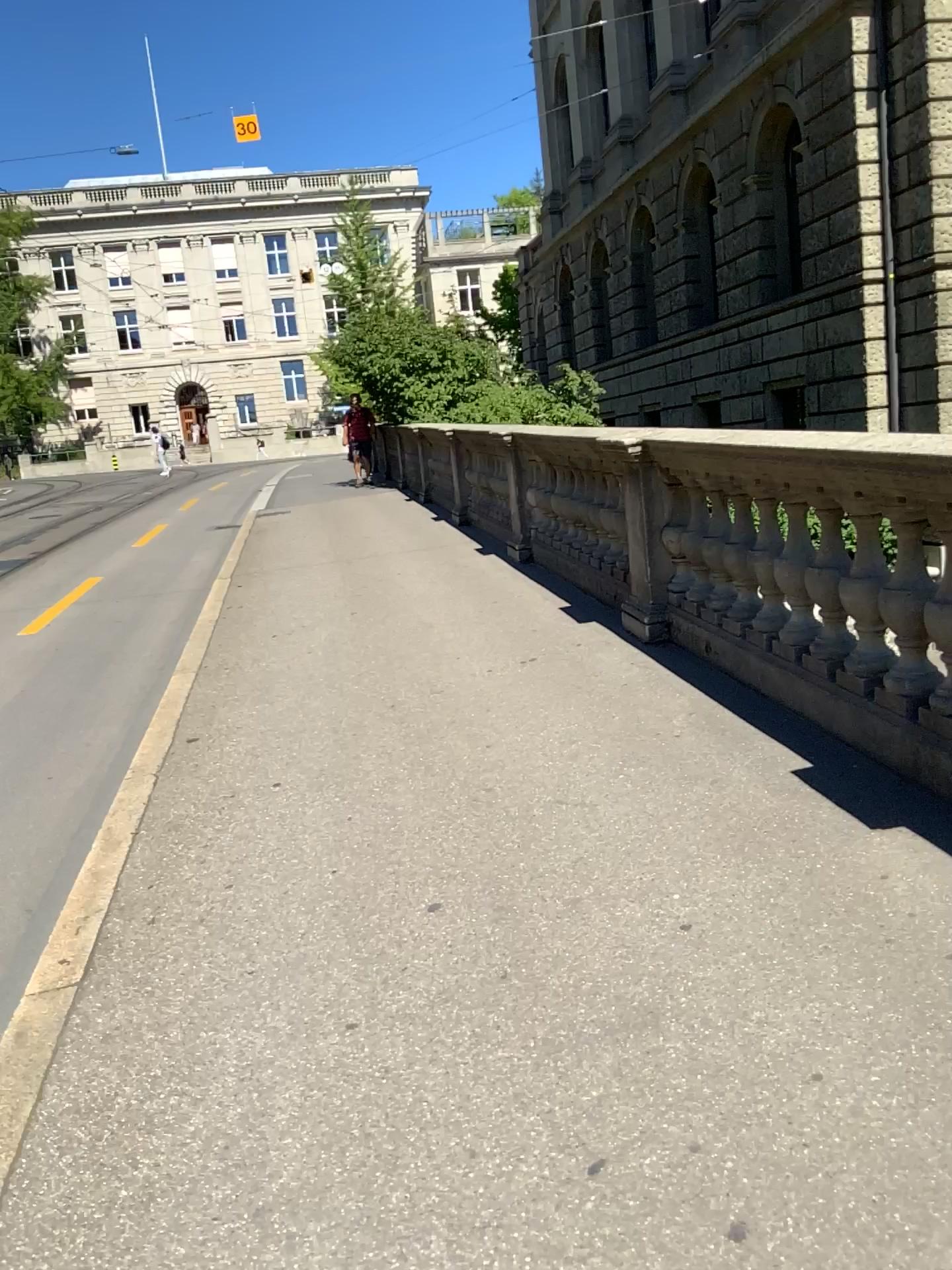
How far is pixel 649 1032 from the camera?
2.3m
